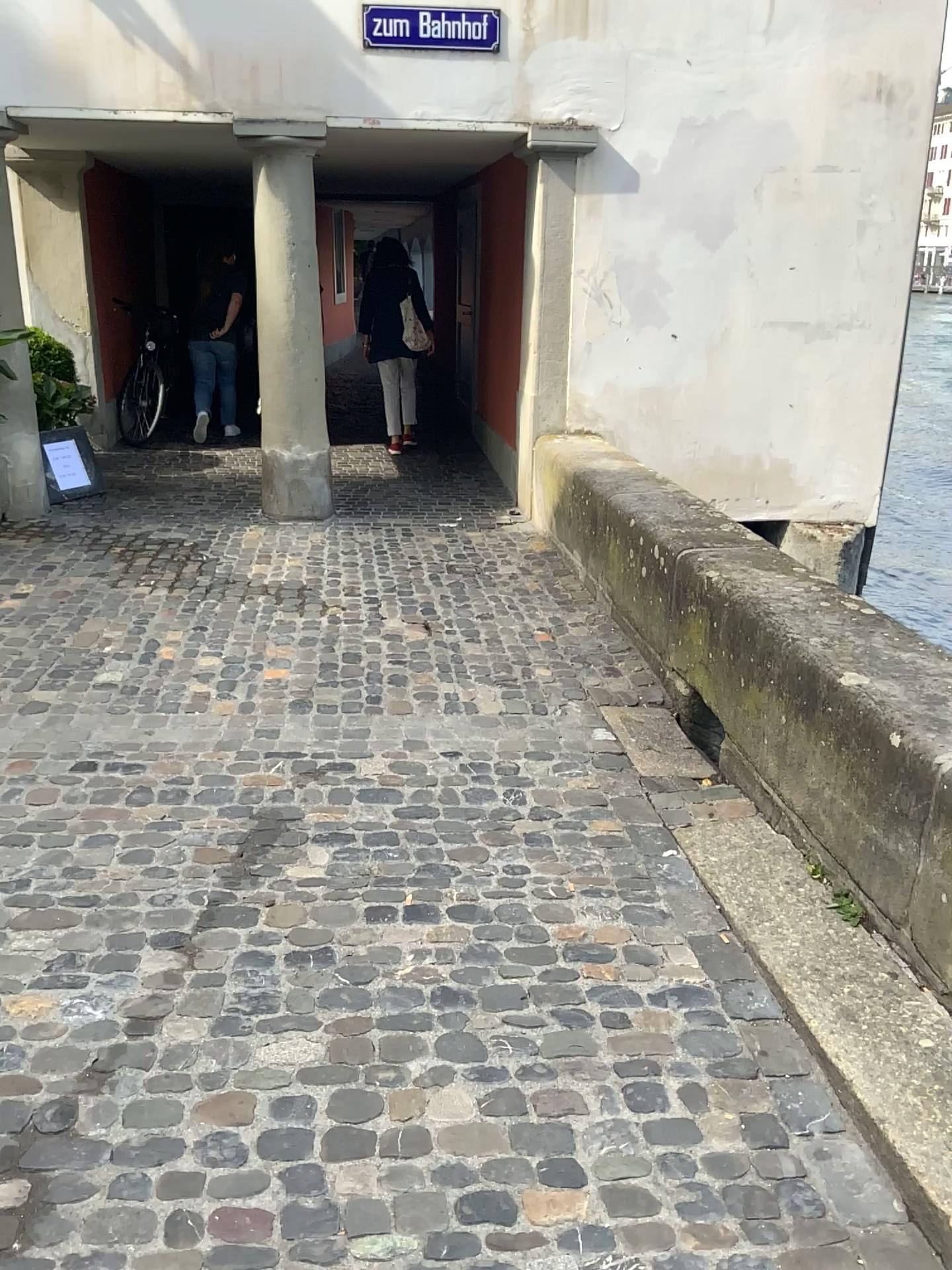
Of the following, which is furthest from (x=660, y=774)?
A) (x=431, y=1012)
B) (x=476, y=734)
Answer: (x=431, y=1012)
